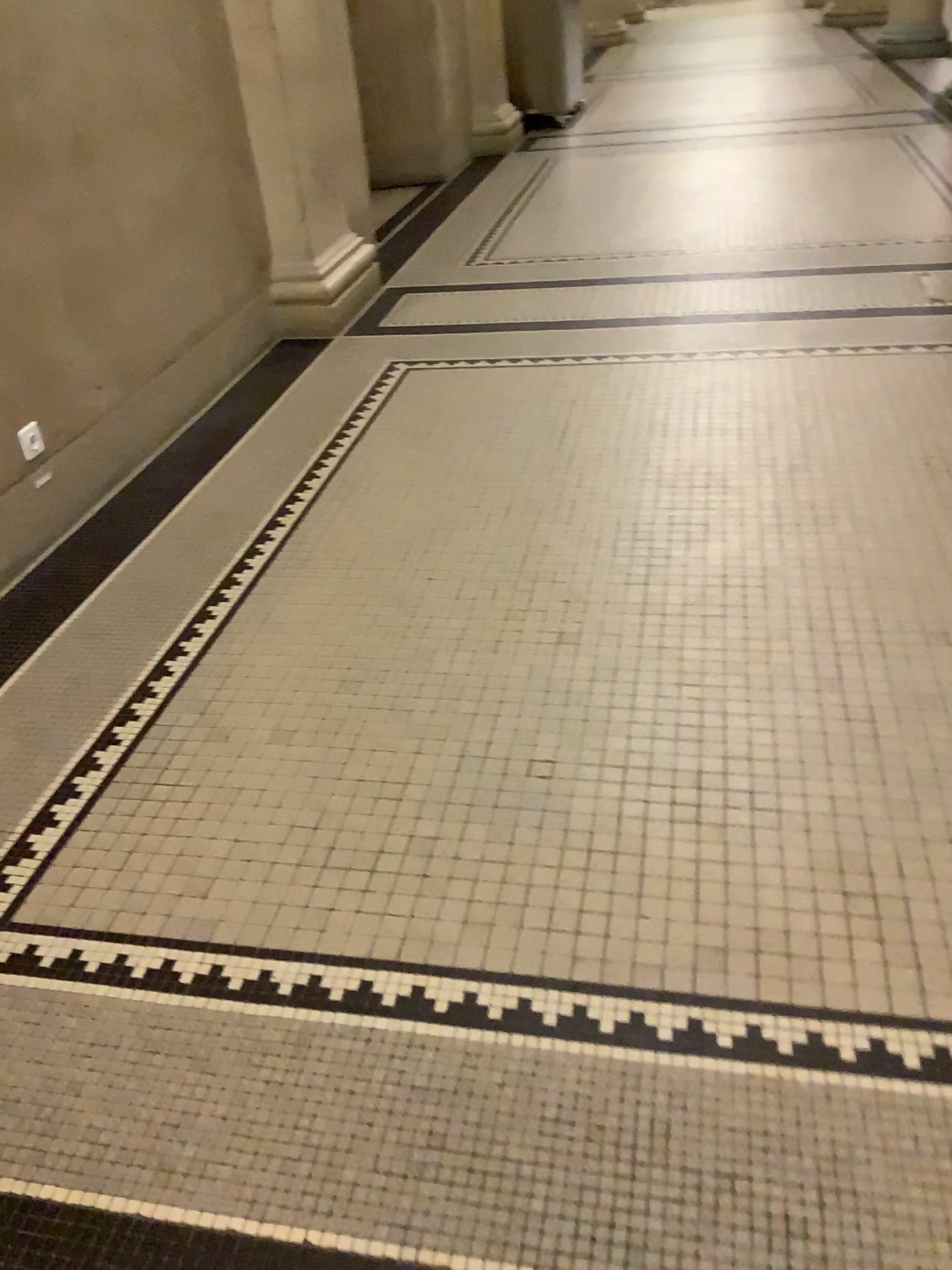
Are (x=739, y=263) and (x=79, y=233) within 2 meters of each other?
no
